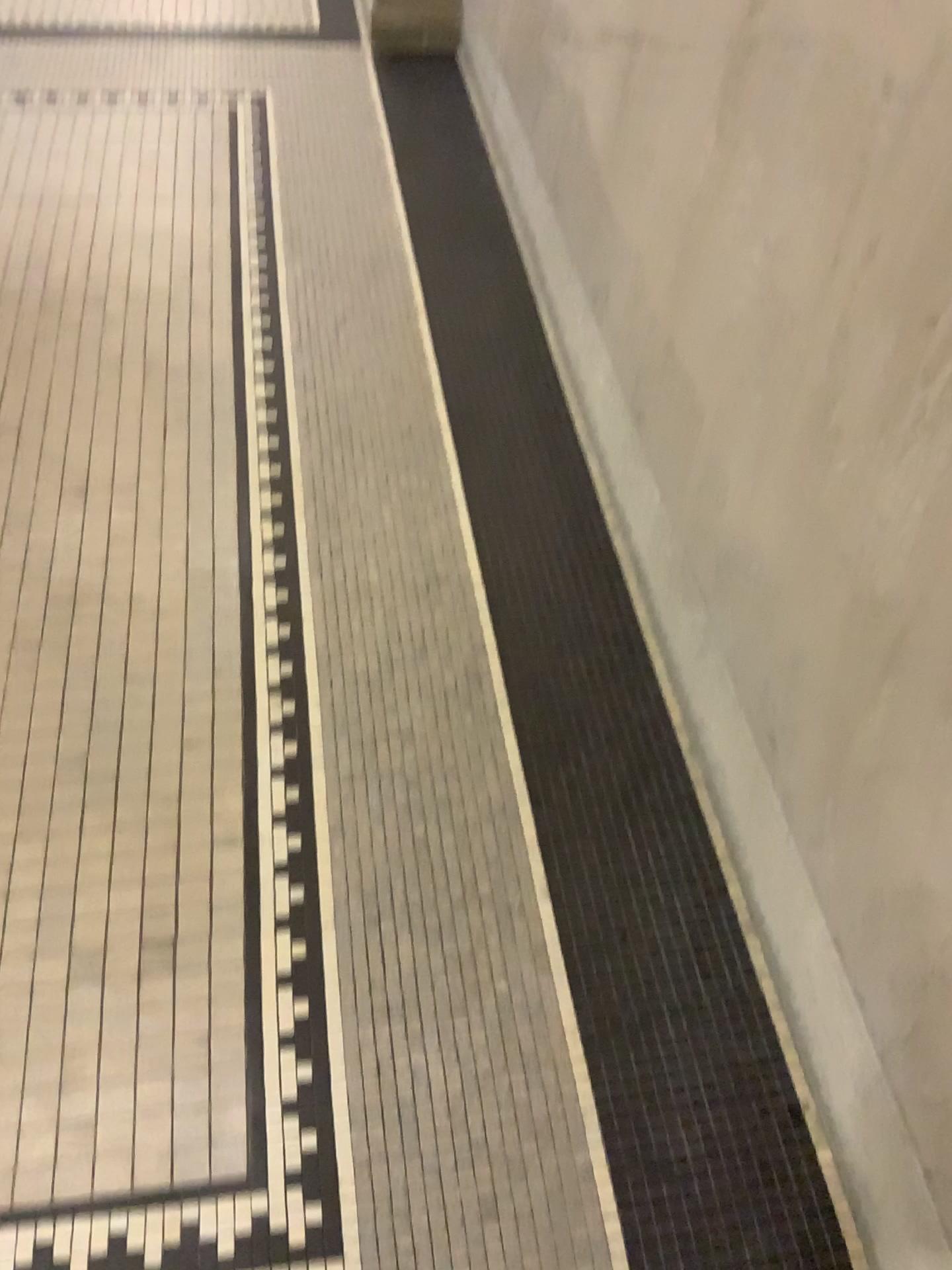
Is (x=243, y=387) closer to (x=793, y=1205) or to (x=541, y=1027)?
(x=541, y=1027)
